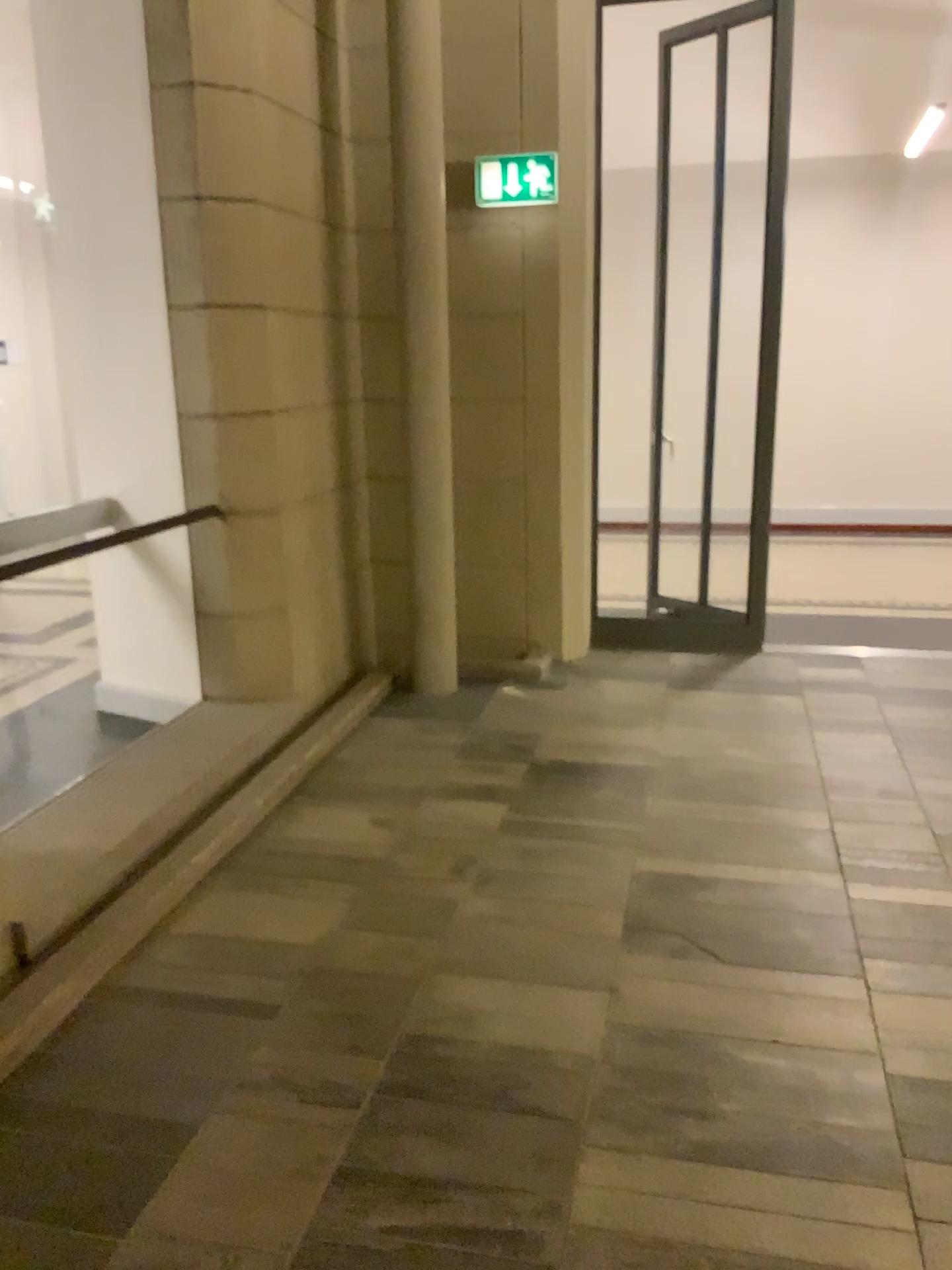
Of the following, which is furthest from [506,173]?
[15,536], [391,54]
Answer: [15,536]

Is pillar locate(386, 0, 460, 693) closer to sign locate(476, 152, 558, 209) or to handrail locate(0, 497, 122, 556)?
sign locate(476, 152, 558, 209)

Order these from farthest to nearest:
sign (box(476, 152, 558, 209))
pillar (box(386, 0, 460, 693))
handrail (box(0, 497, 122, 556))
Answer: sign (box(476, 152, 558, 209)) → pillar (box(386, 0, 460, 693)) → handrail (box(0, 497, 122, 556))

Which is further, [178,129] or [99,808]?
[178,129]

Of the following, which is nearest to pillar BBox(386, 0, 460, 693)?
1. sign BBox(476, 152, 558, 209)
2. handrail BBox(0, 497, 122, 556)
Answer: sign BBox(476, 152, 558, 209)

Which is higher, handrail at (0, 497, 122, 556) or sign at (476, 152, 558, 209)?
sign at (476, 152, 558, 209)

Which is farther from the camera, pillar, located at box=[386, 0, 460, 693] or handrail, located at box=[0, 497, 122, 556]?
pillar, located at box=[386, 0, 460, 693]

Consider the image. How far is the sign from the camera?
4.8 meters

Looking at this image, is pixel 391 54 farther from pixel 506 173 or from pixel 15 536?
pixel 15 536

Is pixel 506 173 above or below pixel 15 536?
above
